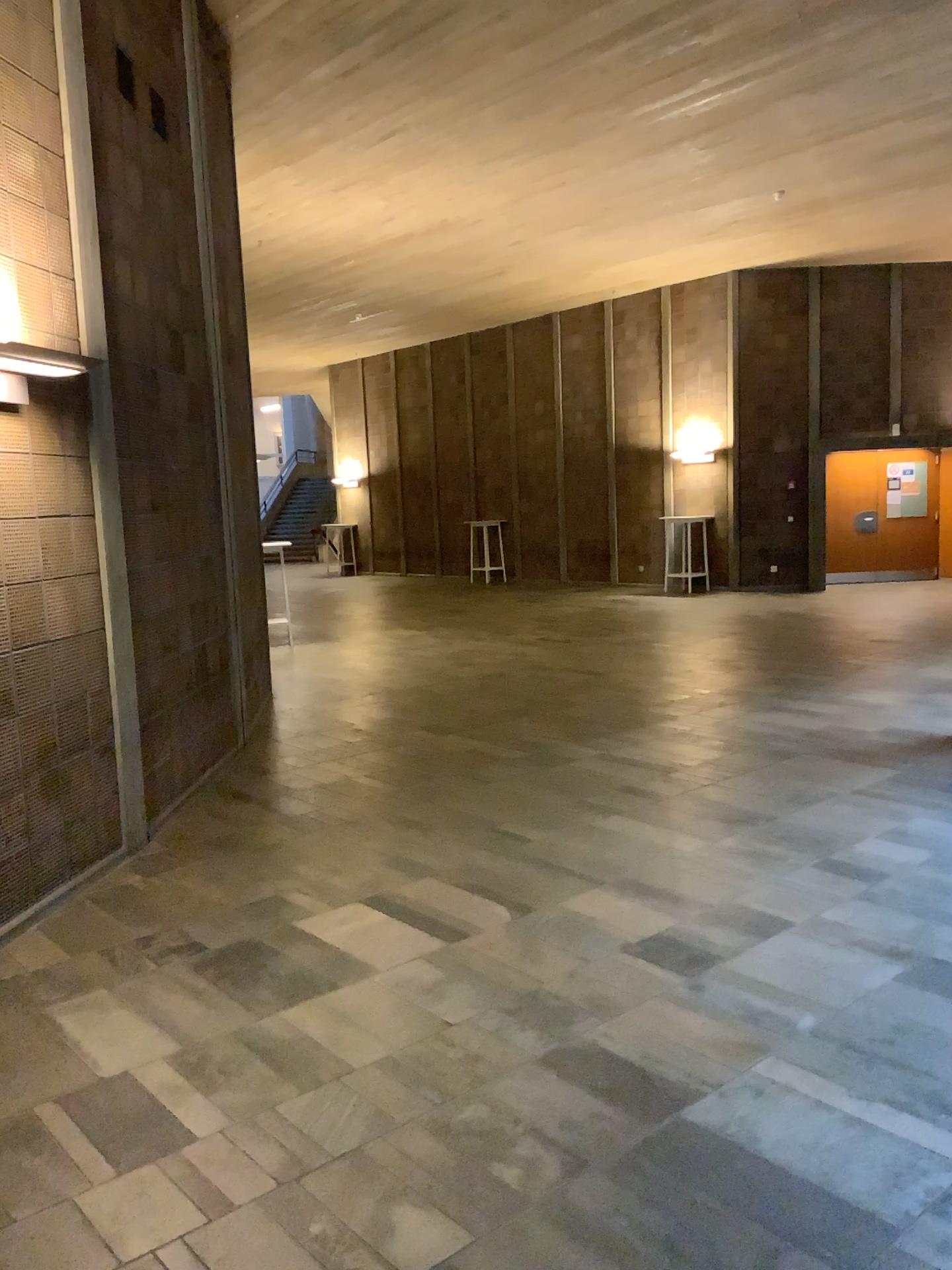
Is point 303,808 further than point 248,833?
Yes
